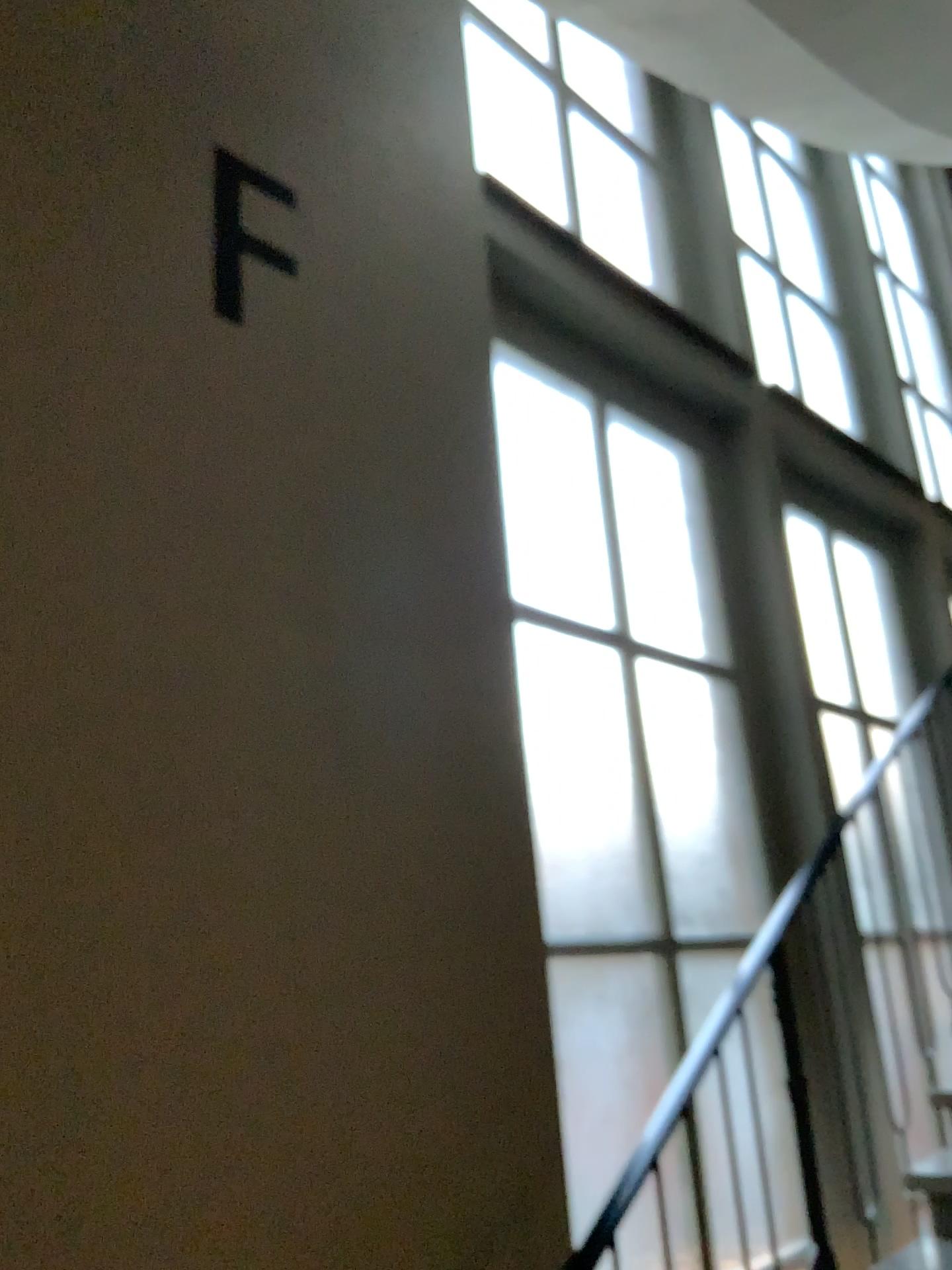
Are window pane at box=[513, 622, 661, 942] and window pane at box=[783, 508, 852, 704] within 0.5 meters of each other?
no

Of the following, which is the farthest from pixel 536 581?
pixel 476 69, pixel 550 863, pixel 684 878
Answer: pixel 476 69

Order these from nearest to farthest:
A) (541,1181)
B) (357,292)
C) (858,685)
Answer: (541,1181) → (357,292) → (858,685)

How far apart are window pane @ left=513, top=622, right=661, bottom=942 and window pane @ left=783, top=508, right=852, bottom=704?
1.37m

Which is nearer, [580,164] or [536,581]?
[536,581]

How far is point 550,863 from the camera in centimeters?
284cm

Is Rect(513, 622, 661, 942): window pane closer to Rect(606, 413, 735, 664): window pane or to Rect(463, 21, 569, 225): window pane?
Rect(606, 413, 735, 664): window pane

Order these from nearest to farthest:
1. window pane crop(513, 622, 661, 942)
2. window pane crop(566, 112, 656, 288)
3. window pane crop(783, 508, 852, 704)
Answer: window pane crop(513, 622, 661, 942), window pane crop(566, 112, 656, 288), window pane crop(783, 508, 852, 704)

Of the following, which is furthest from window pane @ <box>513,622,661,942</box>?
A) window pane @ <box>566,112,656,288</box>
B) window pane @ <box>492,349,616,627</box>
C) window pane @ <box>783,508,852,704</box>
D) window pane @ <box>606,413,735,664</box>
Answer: window pane @ <box>566,112,656,288</box>

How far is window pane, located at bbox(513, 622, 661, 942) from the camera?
2.8m
